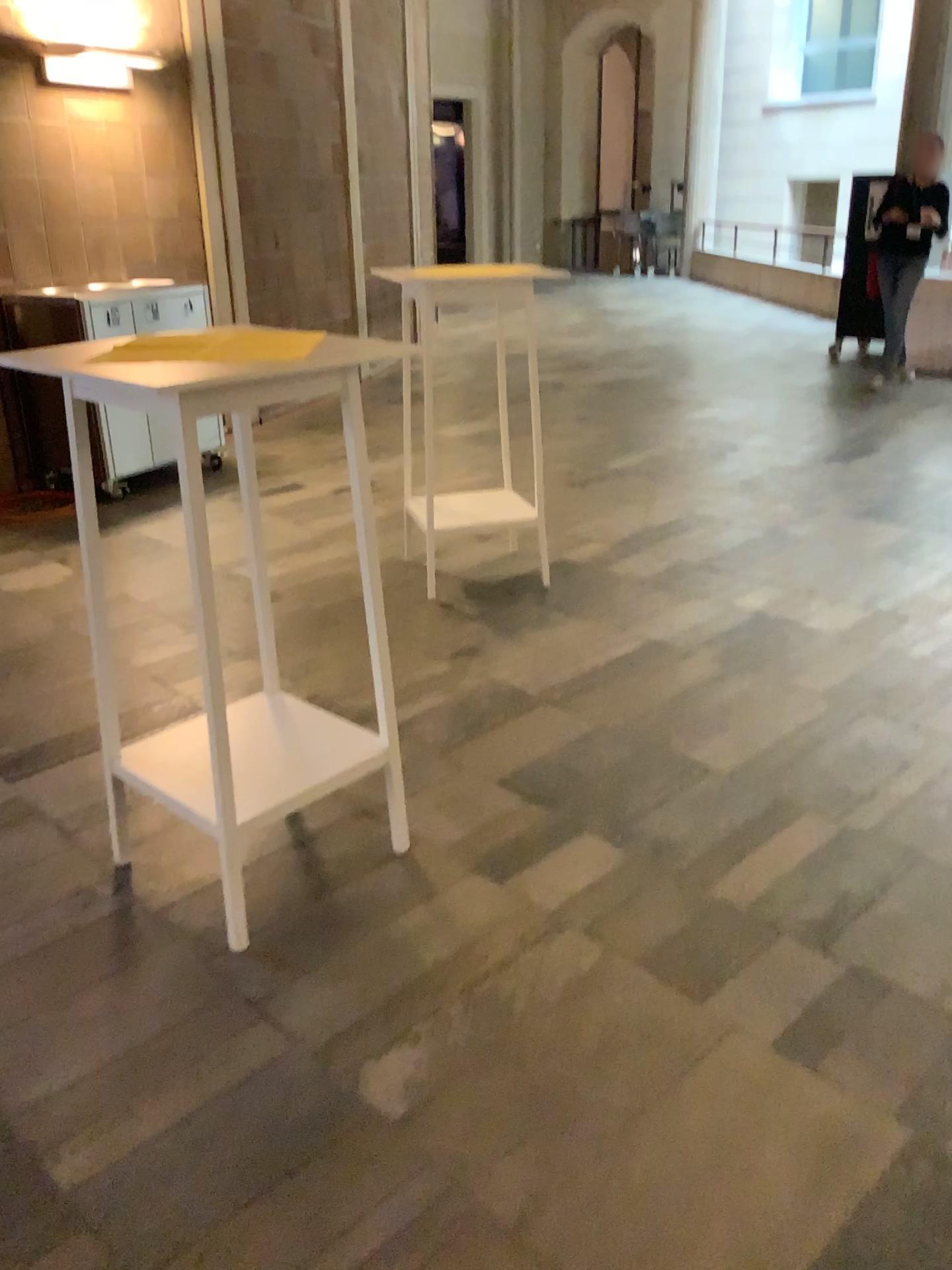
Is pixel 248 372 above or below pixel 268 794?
above

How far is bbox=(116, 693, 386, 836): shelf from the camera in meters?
2.2 m

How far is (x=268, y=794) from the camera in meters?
2.2

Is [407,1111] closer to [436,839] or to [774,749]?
[436,839]
